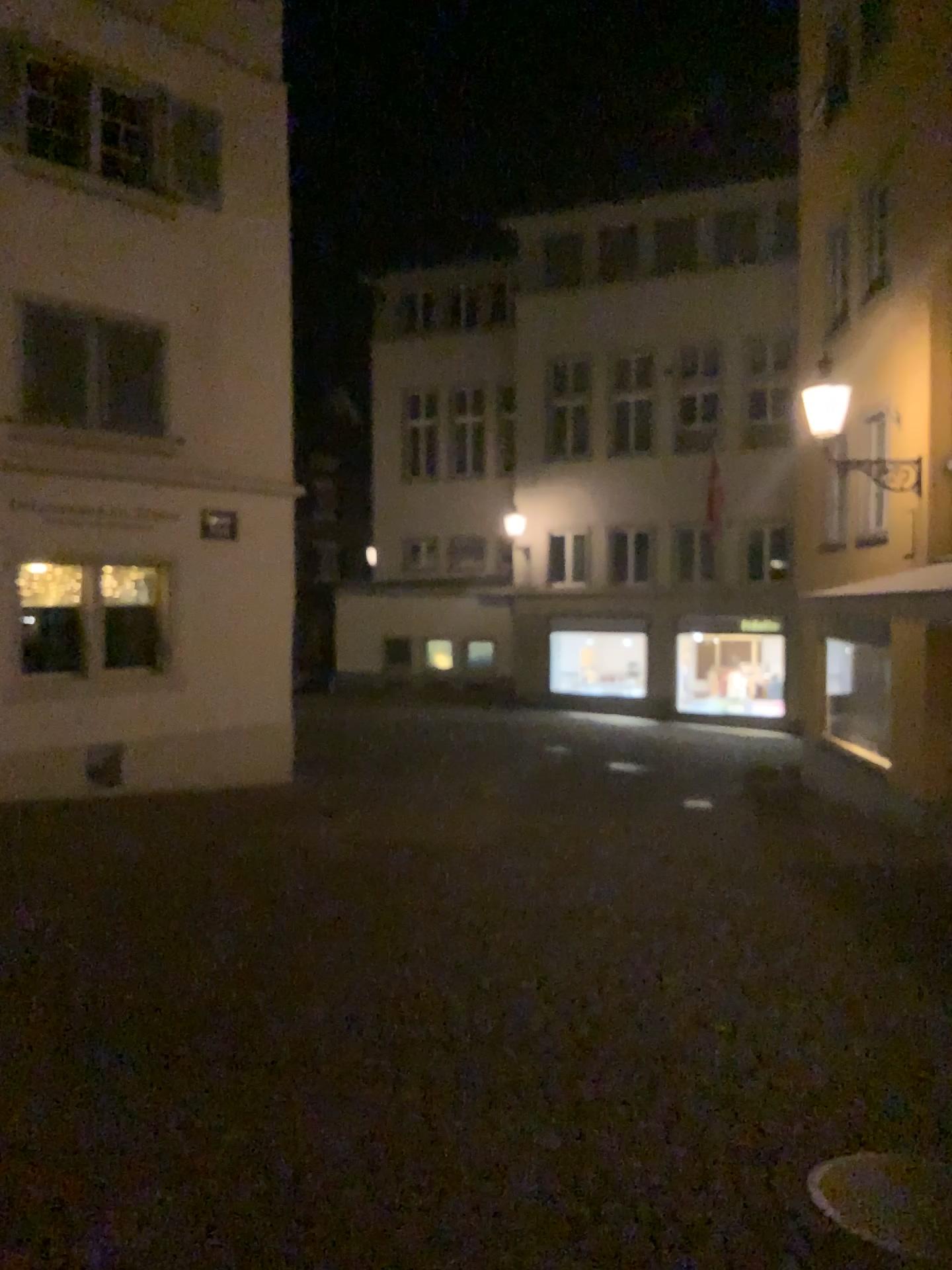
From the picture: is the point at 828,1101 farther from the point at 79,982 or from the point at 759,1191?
the point at 79,982
